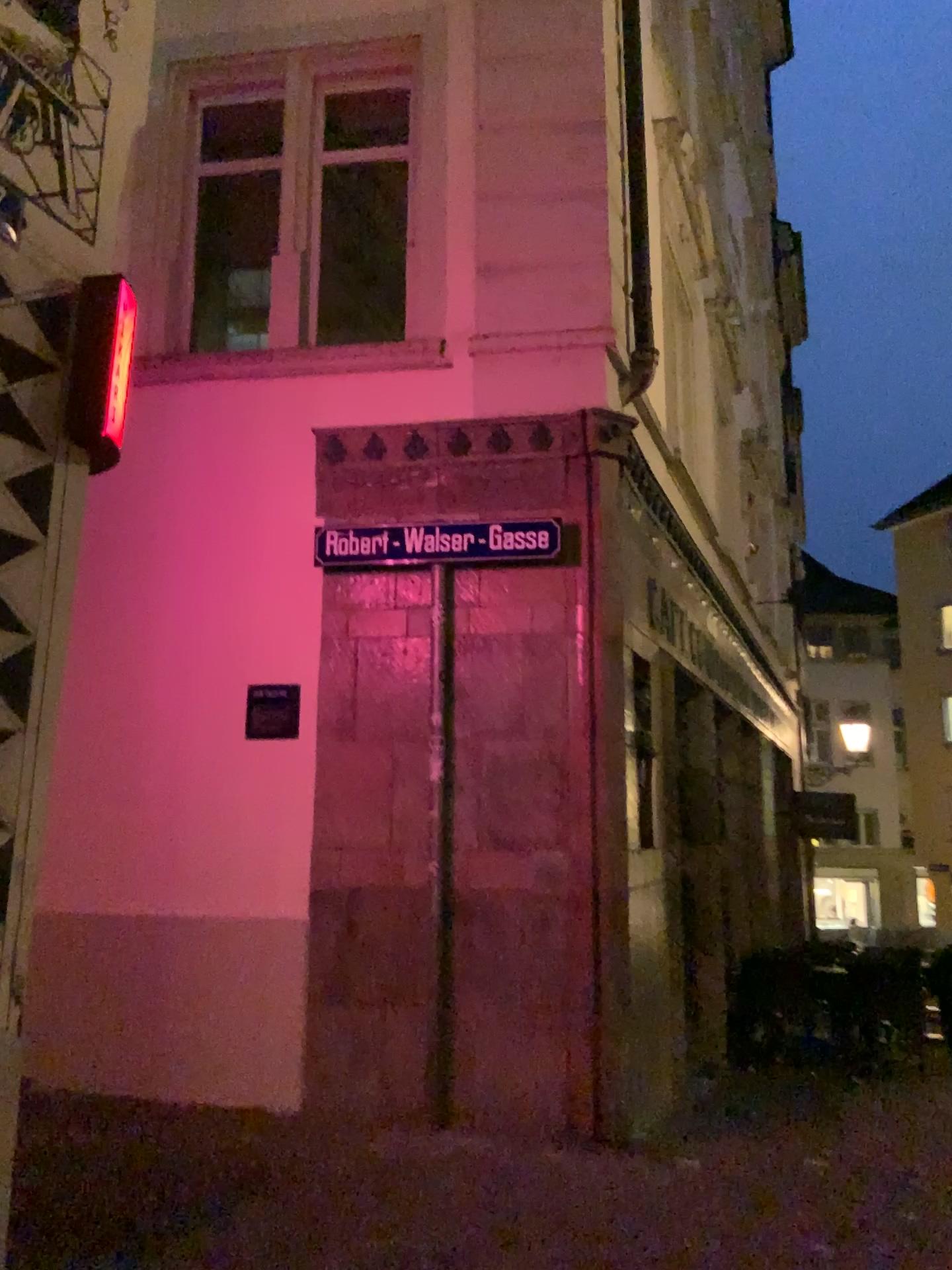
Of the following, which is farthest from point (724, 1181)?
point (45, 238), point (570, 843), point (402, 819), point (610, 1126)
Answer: point (45, 238)

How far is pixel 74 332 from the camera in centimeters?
302cm

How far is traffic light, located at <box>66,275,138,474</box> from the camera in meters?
3.0 m
